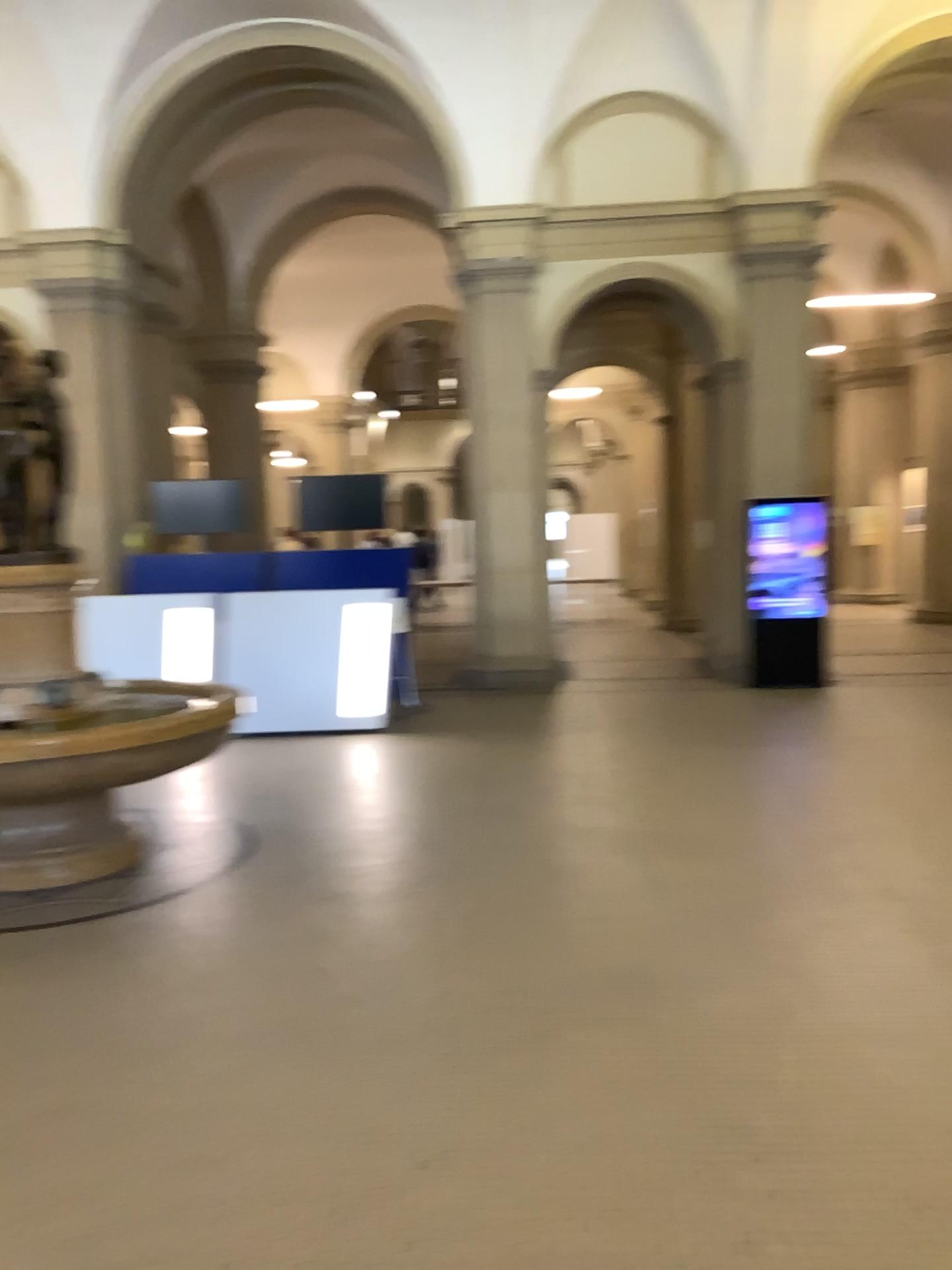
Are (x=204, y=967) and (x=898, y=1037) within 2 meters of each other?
no
